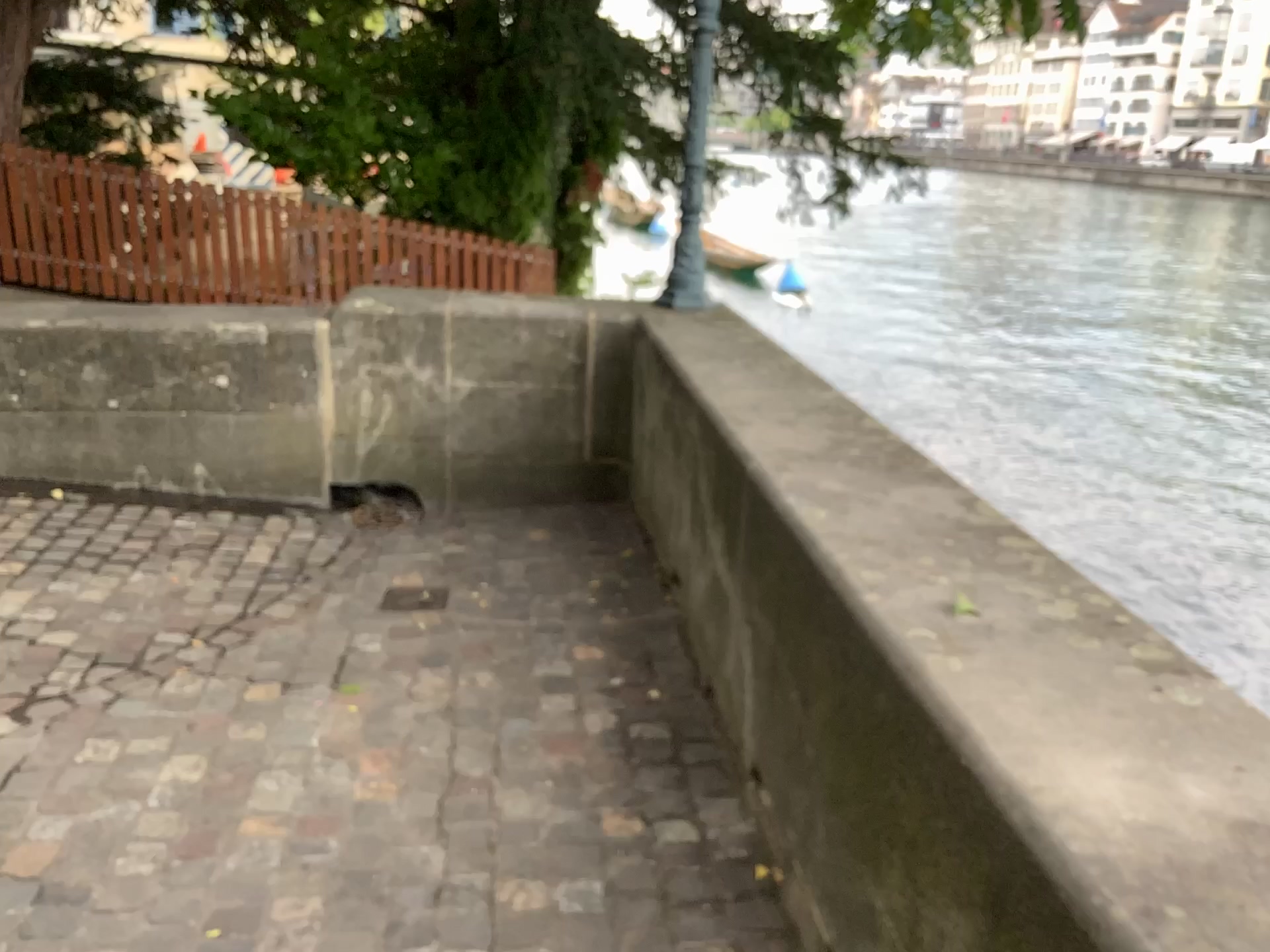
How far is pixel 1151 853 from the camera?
1.1 meters
